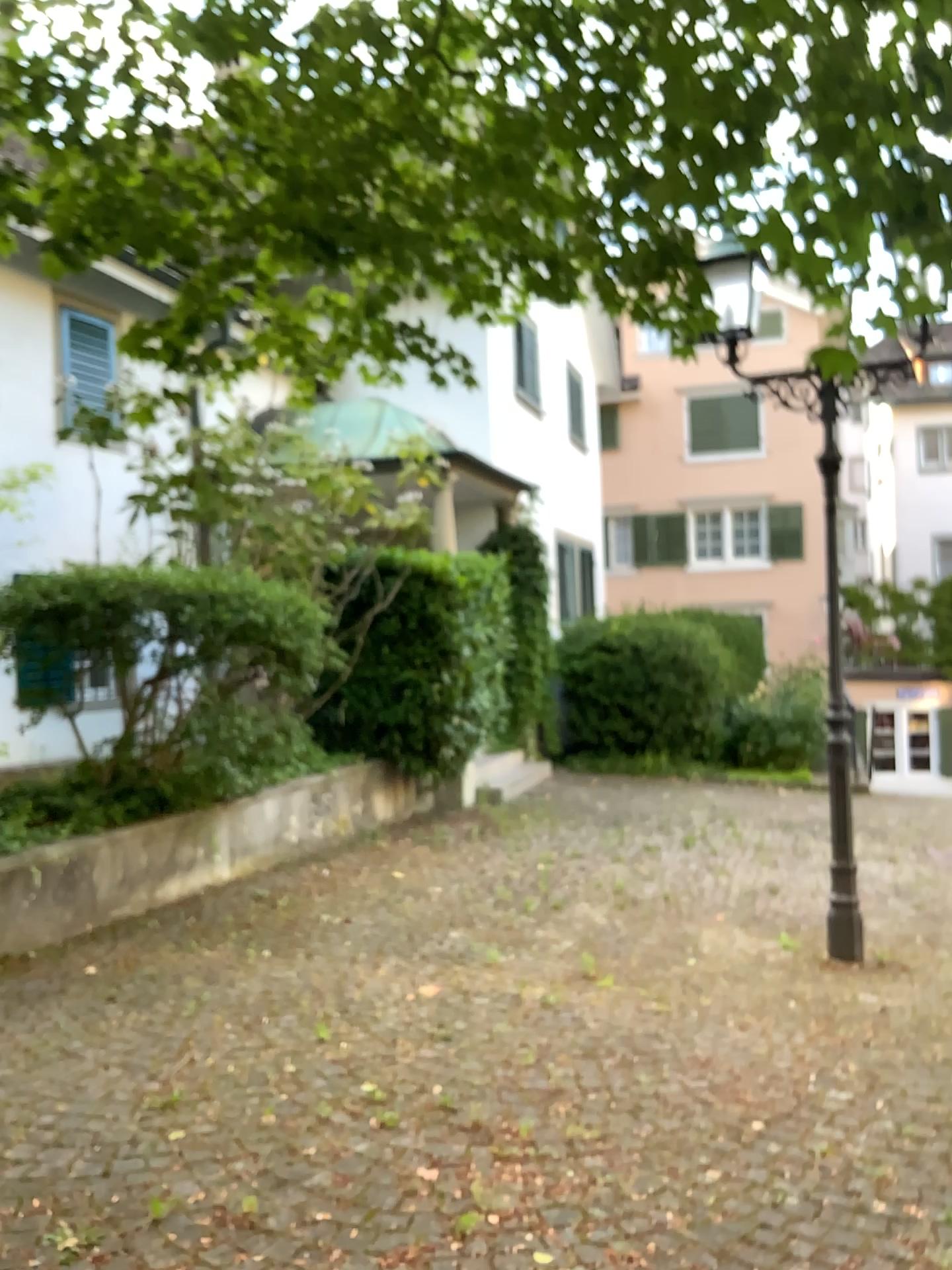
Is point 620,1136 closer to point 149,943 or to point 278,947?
point 278,947
